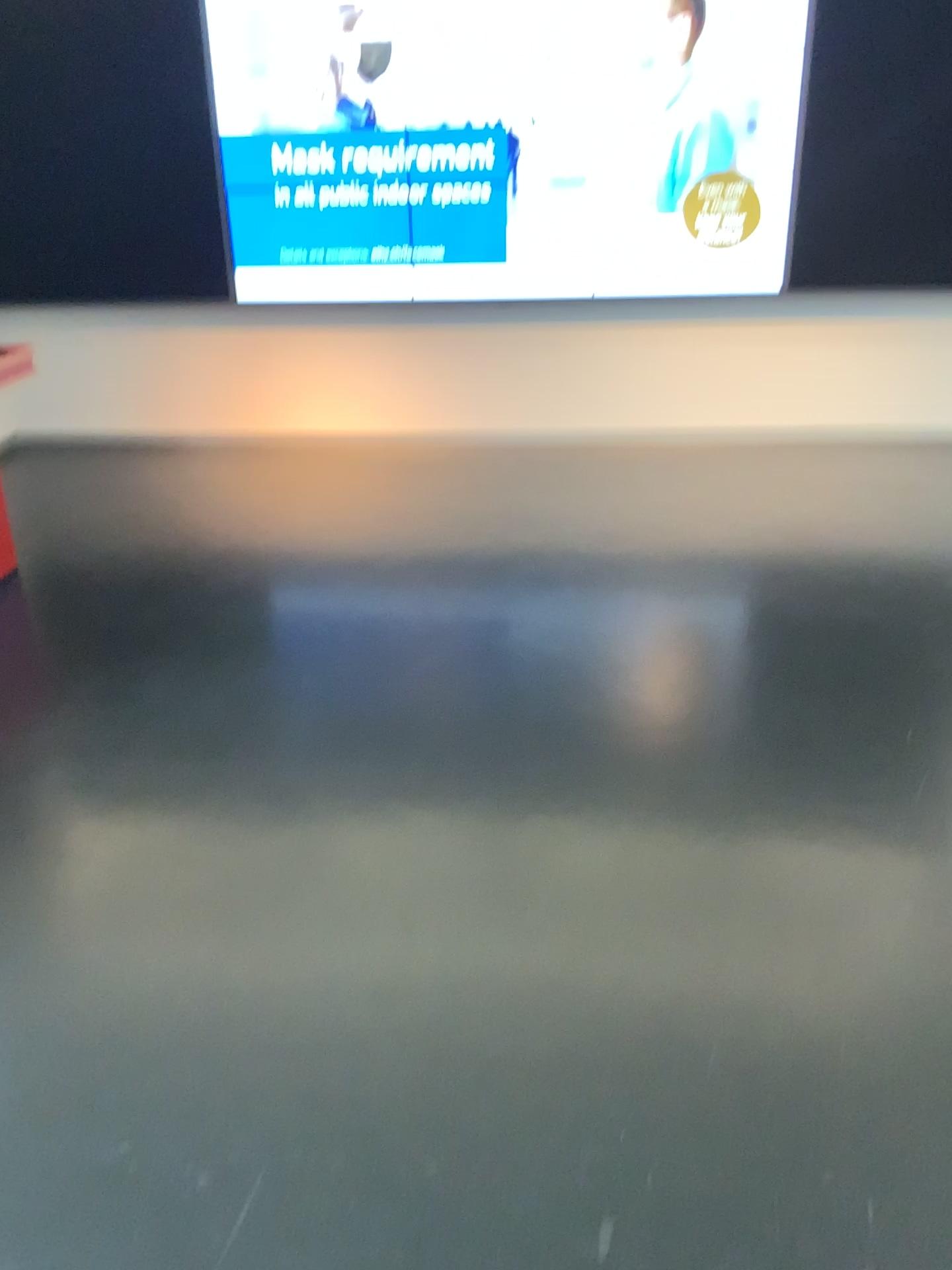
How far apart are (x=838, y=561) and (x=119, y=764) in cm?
303
